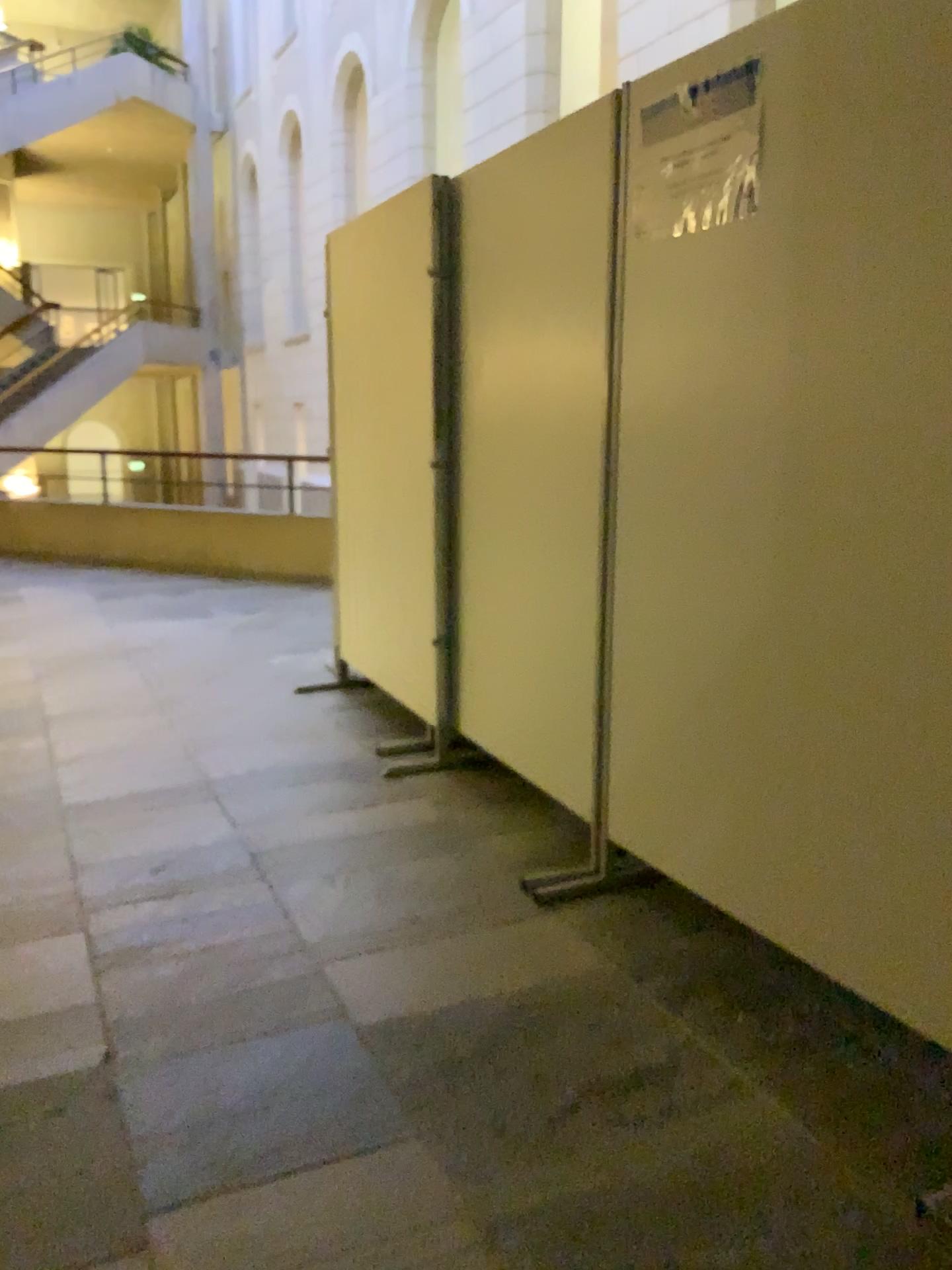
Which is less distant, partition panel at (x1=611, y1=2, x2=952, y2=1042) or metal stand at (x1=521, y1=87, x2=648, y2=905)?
partition panel at (x1=611, y1=2, x2=952, y2=1042)

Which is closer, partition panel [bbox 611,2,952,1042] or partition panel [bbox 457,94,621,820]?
partition panel [bbox 611,2,952,1042]

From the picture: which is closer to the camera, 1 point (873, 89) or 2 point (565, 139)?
1 point (873, 89)

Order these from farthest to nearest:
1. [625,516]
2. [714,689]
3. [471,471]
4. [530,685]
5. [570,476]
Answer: [471,471] < [530,685] < [570,476] < [625,516] < [714,689]

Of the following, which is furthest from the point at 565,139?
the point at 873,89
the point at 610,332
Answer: the point at 873,89

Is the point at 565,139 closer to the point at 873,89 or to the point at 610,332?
the point at 610,332
